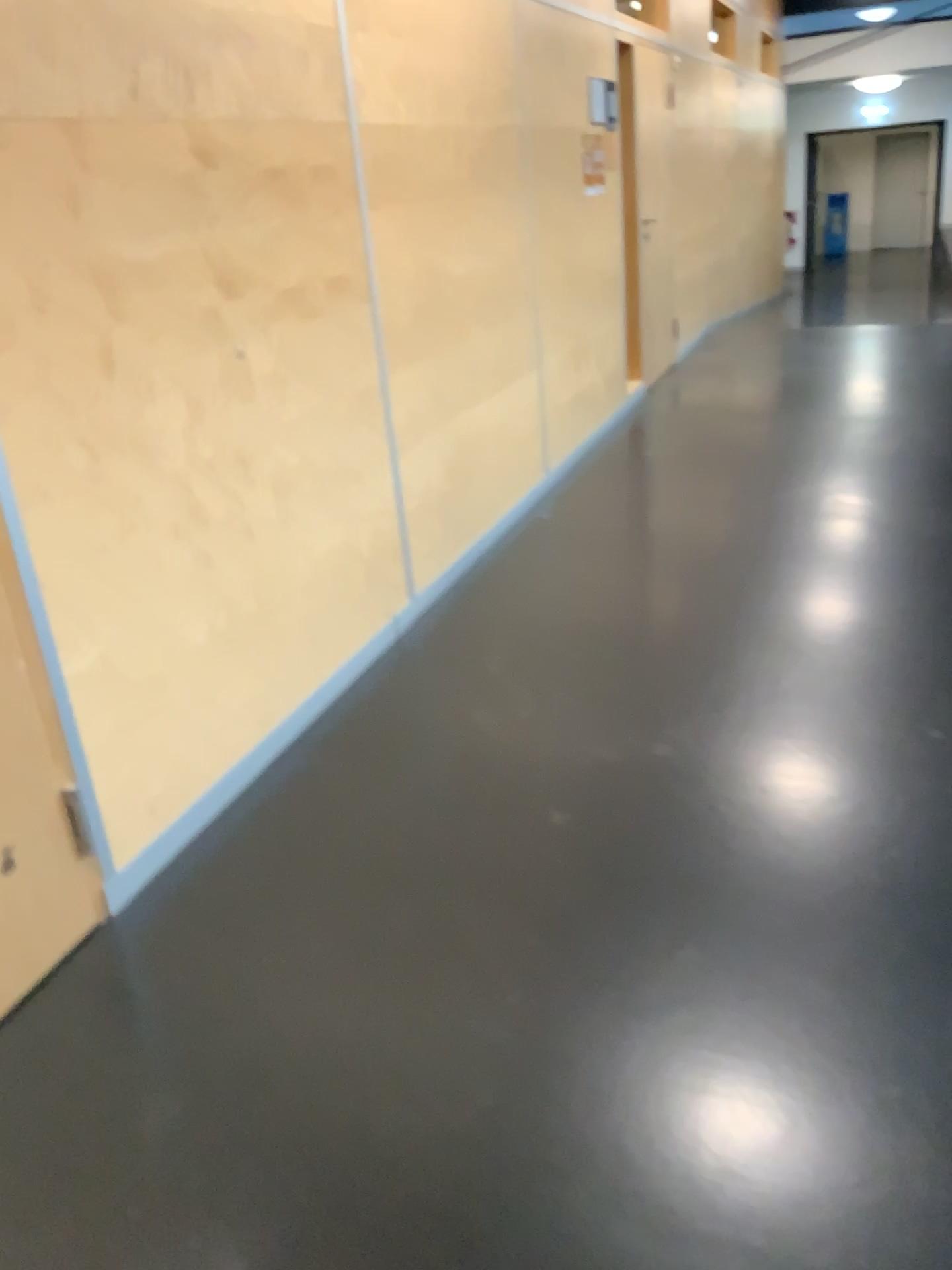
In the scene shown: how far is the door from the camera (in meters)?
1.94

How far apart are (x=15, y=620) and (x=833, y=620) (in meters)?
2.45

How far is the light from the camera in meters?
3.4 m

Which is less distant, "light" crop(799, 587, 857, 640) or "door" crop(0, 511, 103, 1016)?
"door" crop(0, 511, 103, 1016)

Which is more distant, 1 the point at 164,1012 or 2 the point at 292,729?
2 the point at 292,729

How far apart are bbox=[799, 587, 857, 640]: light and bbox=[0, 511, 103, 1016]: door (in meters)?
2.28

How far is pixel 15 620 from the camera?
1.94m

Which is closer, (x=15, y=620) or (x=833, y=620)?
(x=15, y=620)
